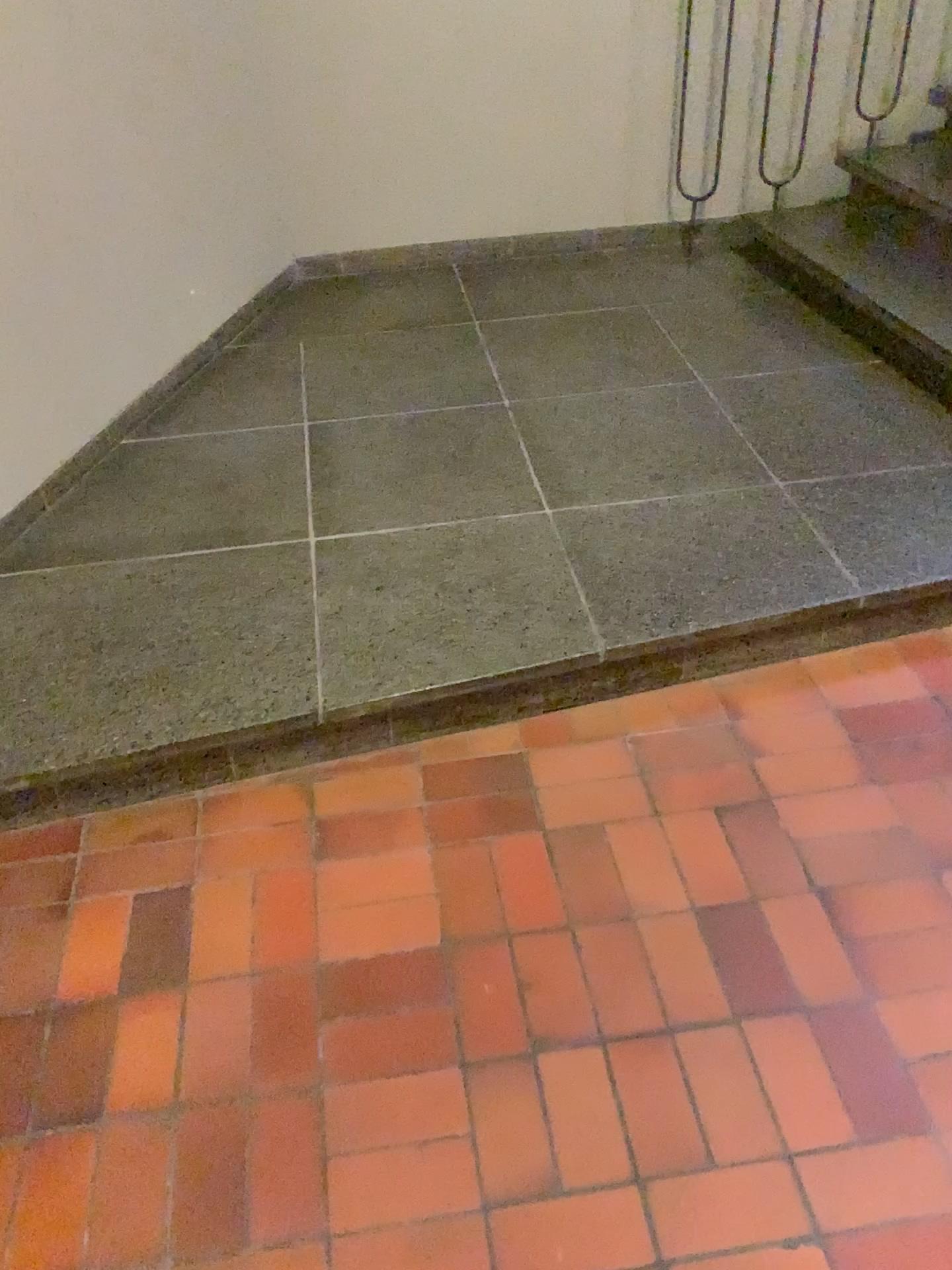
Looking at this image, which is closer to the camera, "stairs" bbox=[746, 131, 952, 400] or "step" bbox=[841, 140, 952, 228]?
"stairs" bbox=[746, 131, 952, 400]

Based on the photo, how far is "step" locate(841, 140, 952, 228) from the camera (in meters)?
3.31

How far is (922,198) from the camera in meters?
3.3 m

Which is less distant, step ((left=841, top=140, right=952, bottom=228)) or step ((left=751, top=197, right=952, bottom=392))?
step ((left=751, top=197, right=952, bottom=392))

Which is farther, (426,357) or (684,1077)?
(426,357)

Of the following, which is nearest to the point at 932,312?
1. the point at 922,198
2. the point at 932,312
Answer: the point at 932,312

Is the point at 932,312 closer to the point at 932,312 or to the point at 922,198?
the point at 932,312
